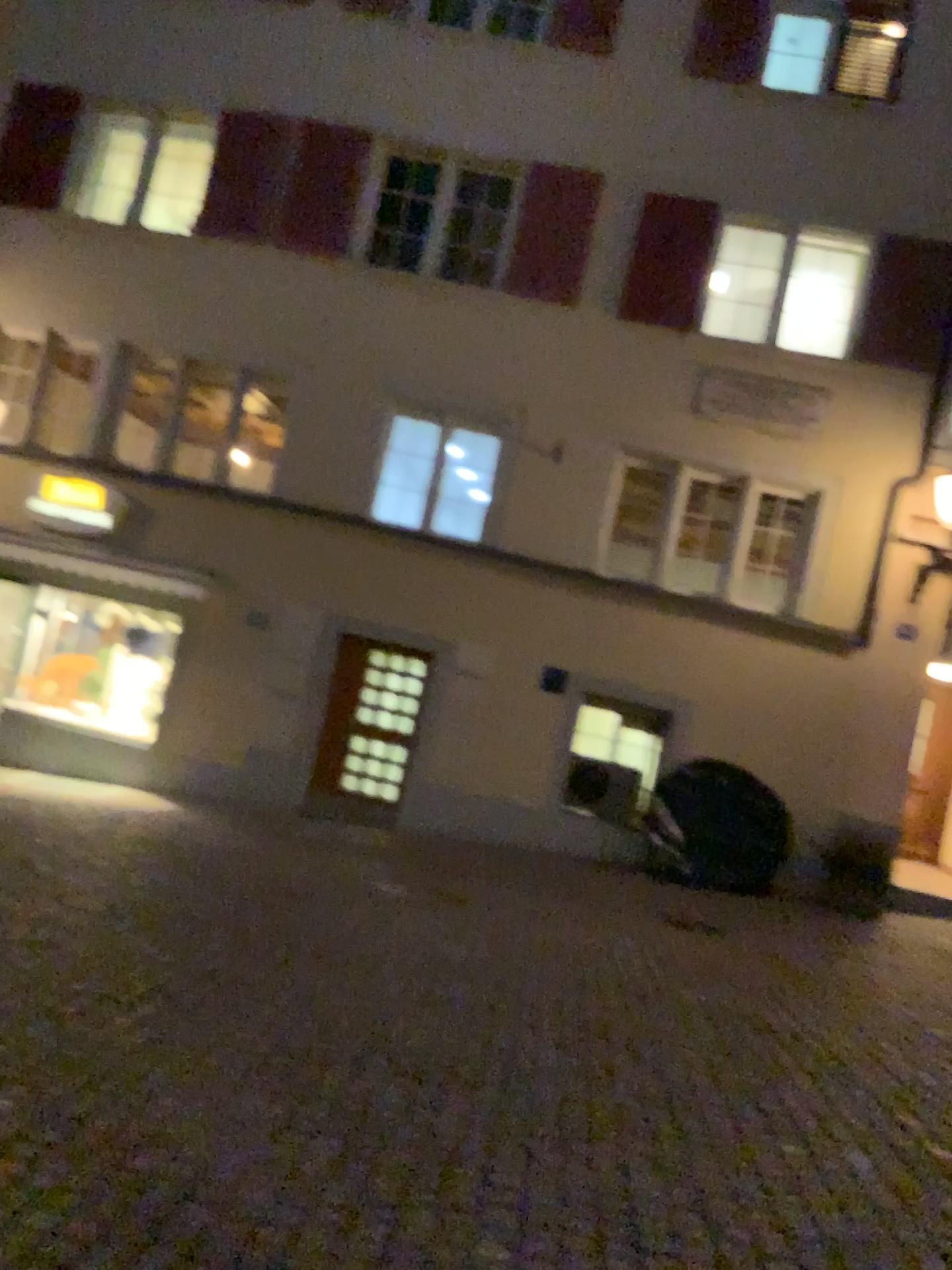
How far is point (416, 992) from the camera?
4.9m
